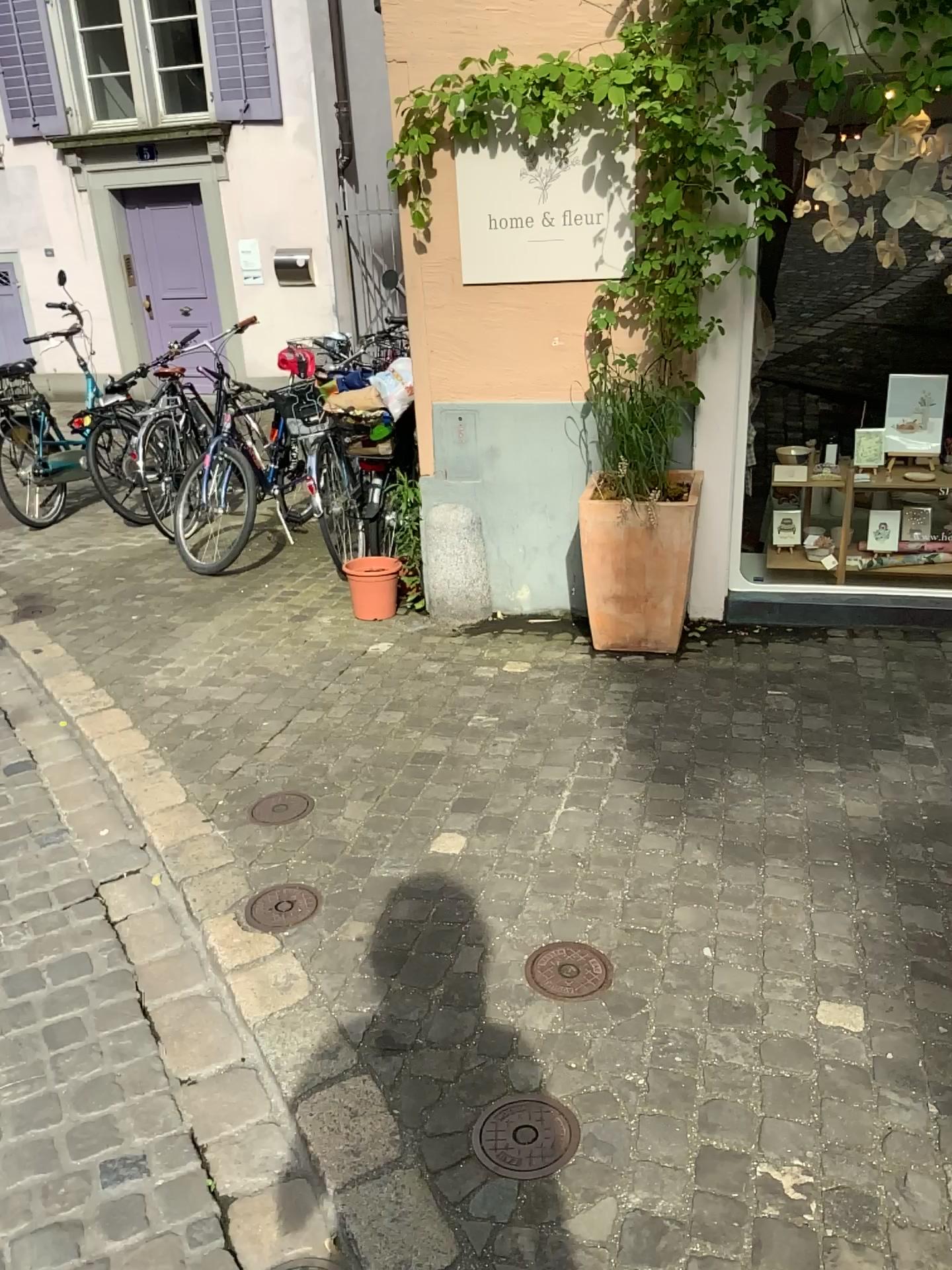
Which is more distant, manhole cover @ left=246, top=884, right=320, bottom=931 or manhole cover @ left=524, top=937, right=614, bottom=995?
manhole cover @ left=246, top=884, right=320, bottom=931

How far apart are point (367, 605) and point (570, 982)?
2.5 meters

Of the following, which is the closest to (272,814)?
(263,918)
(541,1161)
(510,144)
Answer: (263,918)

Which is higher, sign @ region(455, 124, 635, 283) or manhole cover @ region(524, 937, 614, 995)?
sign @ region(455, 124, 635, 283)

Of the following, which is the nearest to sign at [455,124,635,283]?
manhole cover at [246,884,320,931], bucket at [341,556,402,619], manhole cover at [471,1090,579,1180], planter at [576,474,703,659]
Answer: planter at [576,474,703,659]

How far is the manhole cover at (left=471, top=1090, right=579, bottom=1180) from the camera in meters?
1.8

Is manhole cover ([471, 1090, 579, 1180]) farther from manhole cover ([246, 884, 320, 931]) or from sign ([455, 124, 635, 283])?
sign ([455, 124, 635, 283])

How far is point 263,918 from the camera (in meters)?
2.49

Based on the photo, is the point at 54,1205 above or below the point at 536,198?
below

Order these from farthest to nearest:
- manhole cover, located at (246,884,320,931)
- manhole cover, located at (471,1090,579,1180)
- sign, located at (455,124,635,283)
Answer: sign, located at (455,124,635,283) → manhole cover, located at (246,884,320,931) → manhole cover, located at (471,1090,579,1180)
